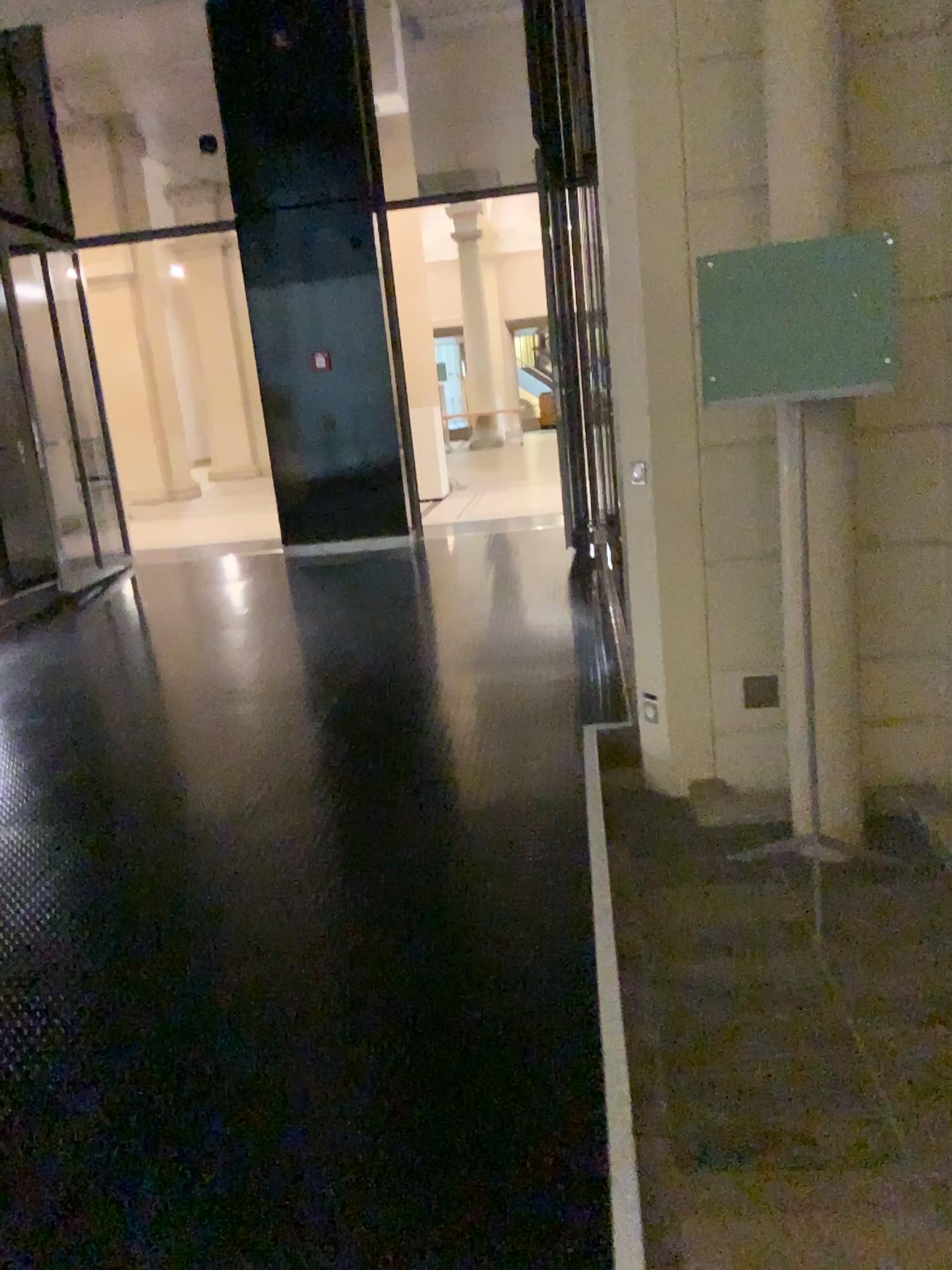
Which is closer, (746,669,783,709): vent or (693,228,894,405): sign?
(693,228,894,405): sign

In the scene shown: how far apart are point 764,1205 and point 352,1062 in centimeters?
94cm

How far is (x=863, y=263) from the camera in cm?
272

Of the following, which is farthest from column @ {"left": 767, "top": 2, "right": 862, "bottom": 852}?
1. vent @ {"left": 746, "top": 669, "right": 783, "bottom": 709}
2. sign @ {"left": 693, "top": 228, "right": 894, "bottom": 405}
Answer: vent @ {"left": 746, "top": 669, "right": 783, "bottom": 709}

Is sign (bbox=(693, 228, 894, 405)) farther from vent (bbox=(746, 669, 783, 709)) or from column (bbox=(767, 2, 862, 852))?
vent (bbox=(746, 669, 783, 709))

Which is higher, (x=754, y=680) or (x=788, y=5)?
(x=788, y=5)

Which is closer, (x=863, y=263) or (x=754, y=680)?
(x=863, y=263)

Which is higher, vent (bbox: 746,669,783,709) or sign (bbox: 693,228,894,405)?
sign (bbox: 693,228,894,405)

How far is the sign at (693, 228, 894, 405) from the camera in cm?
272
